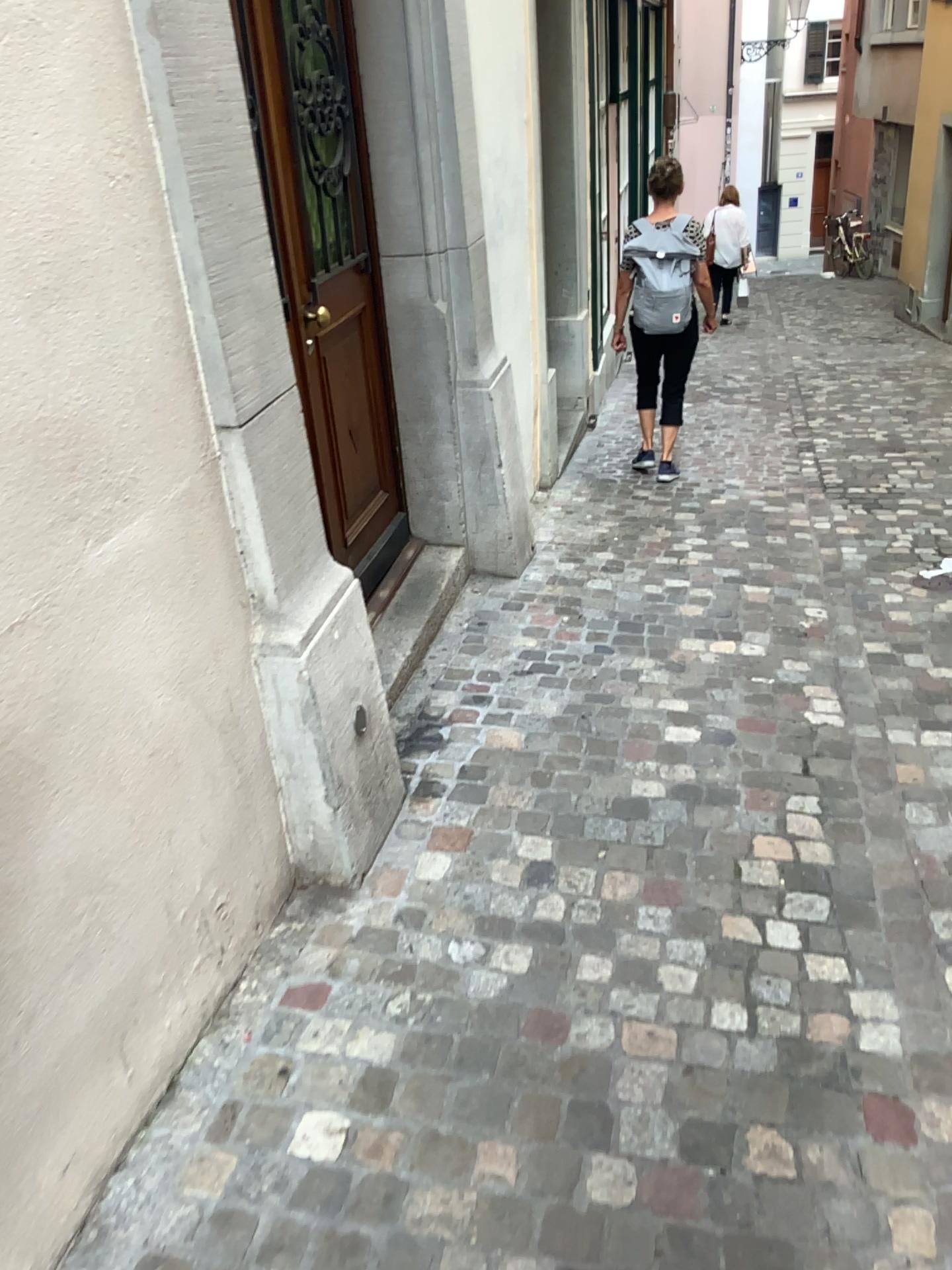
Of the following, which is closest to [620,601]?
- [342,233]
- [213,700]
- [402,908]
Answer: [342,233]
